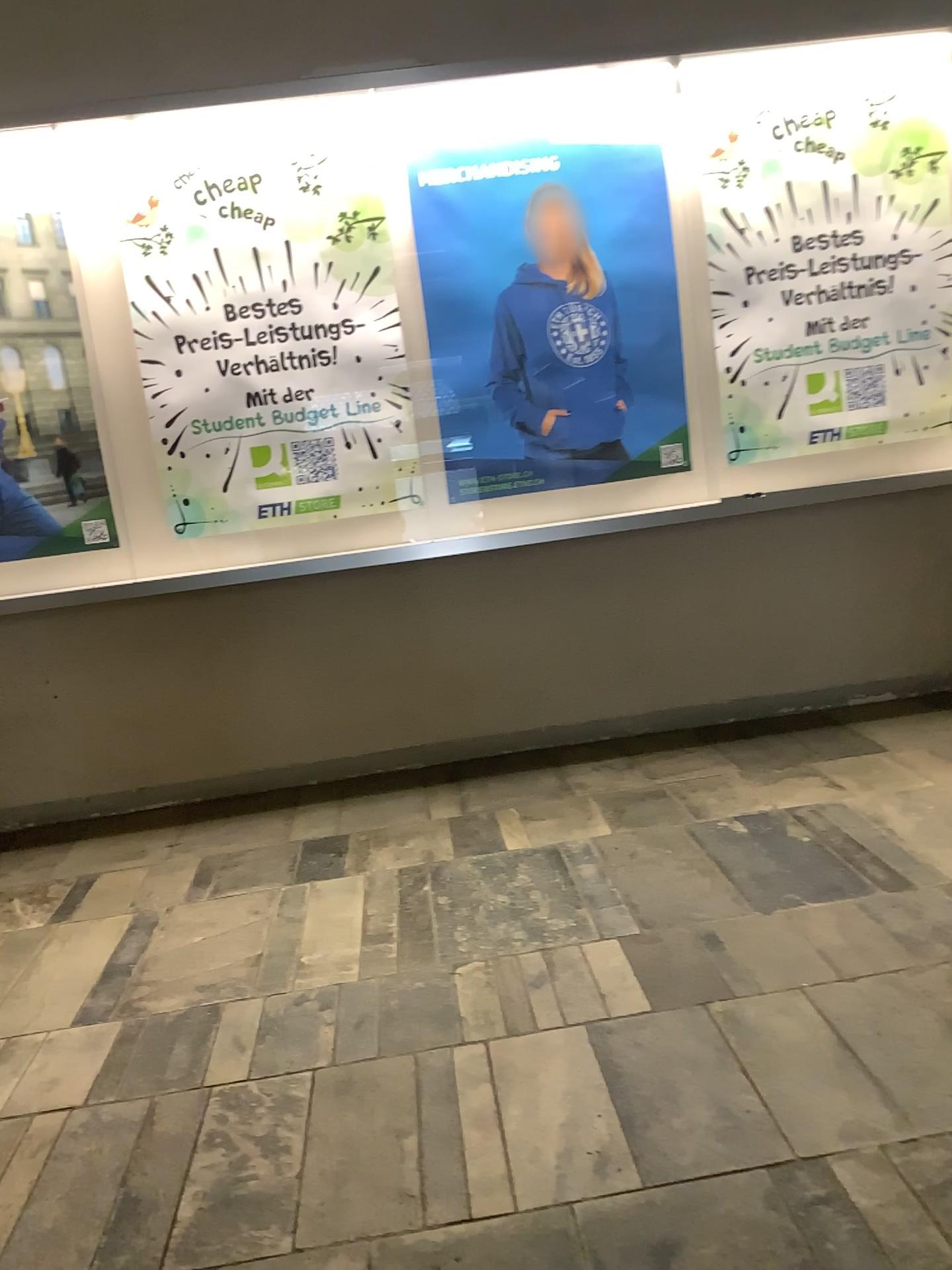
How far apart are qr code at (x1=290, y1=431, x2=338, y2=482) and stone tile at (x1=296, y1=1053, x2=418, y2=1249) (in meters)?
2.07

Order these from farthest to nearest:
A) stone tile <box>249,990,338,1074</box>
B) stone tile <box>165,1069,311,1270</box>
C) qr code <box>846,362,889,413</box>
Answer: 1. qr code <box>846,362,889,413</box>
2. stone tile <box>249,990,338,1074</box>
3. stone tile <box>165,1069,311,1270</box>

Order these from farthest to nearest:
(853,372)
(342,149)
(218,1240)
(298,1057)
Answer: (853,372) < (342,149) < (298,1057) < (218,1240)

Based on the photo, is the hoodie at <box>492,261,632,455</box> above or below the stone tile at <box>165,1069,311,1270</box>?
above

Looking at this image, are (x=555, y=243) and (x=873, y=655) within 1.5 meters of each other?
no

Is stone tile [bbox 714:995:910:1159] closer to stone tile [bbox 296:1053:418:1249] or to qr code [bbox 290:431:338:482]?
stone tile [bbox 296:1053:418:1249]

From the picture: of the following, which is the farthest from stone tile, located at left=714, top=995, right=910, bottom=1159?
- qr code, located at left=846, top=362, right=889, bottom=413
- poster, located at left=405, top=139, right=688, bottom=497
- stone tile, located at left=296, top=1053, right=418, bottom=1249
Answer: qr code, located at left=846, top=362, right=889, bottom=413

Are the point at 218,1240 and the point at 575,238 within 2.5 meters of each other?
no

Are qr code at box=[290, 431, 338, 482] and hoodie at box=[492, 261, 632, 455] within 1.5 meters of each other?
yes

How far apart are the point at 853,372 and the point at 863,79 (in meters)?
0.92
